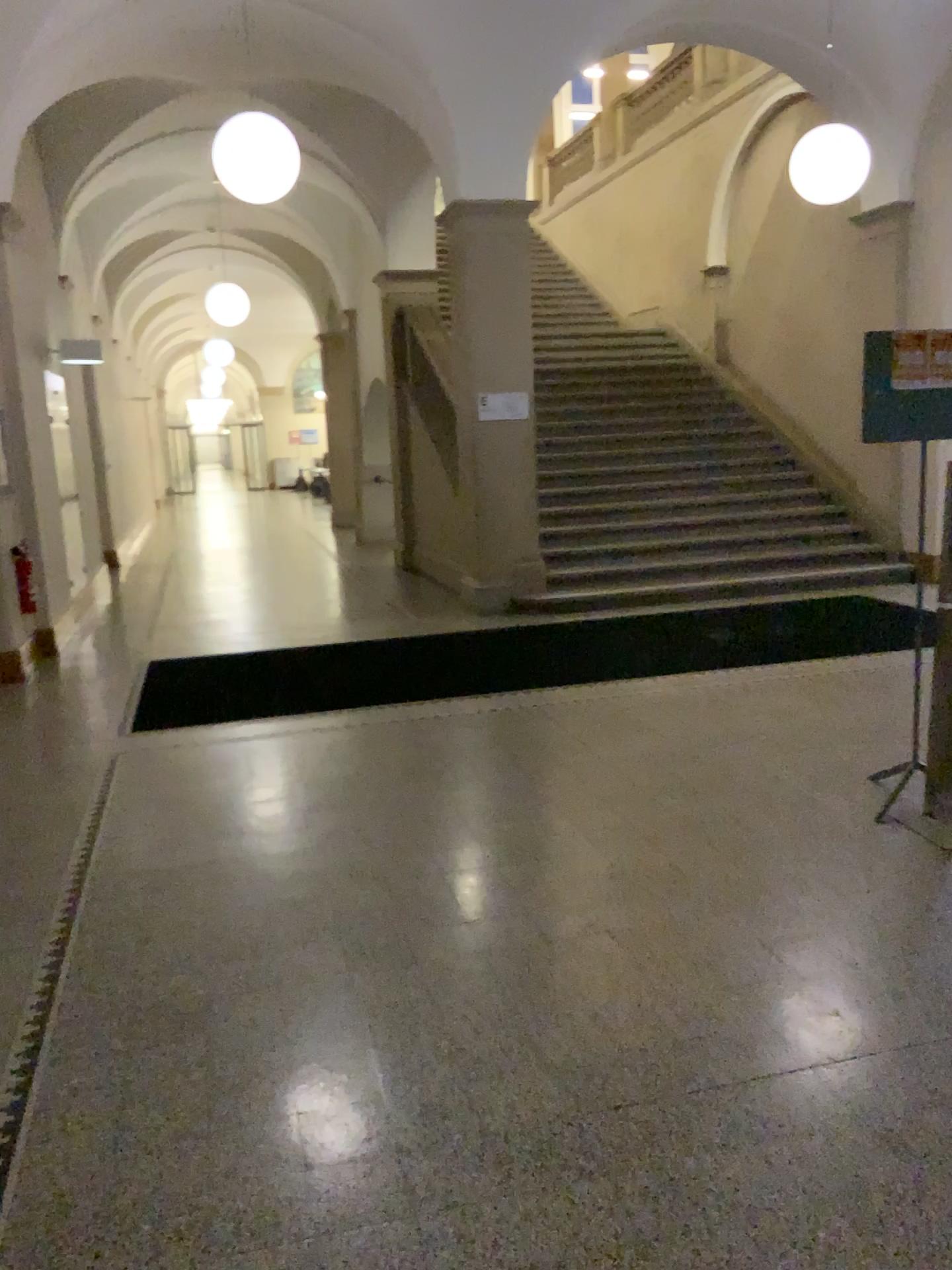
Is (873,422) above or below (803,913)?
above
